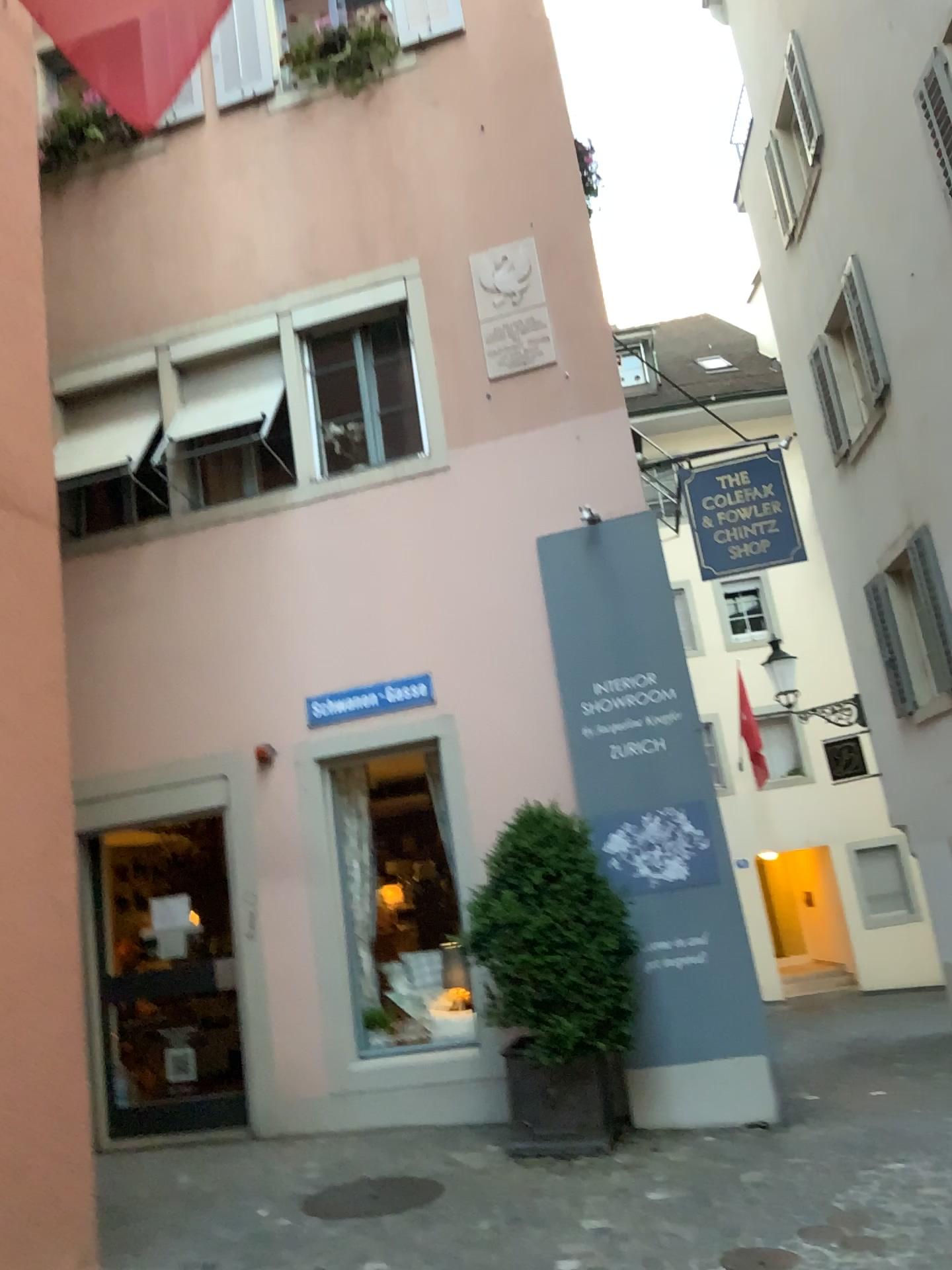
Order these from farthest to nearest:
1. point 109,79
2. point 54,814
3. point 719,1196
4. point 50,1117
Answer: point 719,1196 → point 54,814 → point 50,1117 → point 109,79
